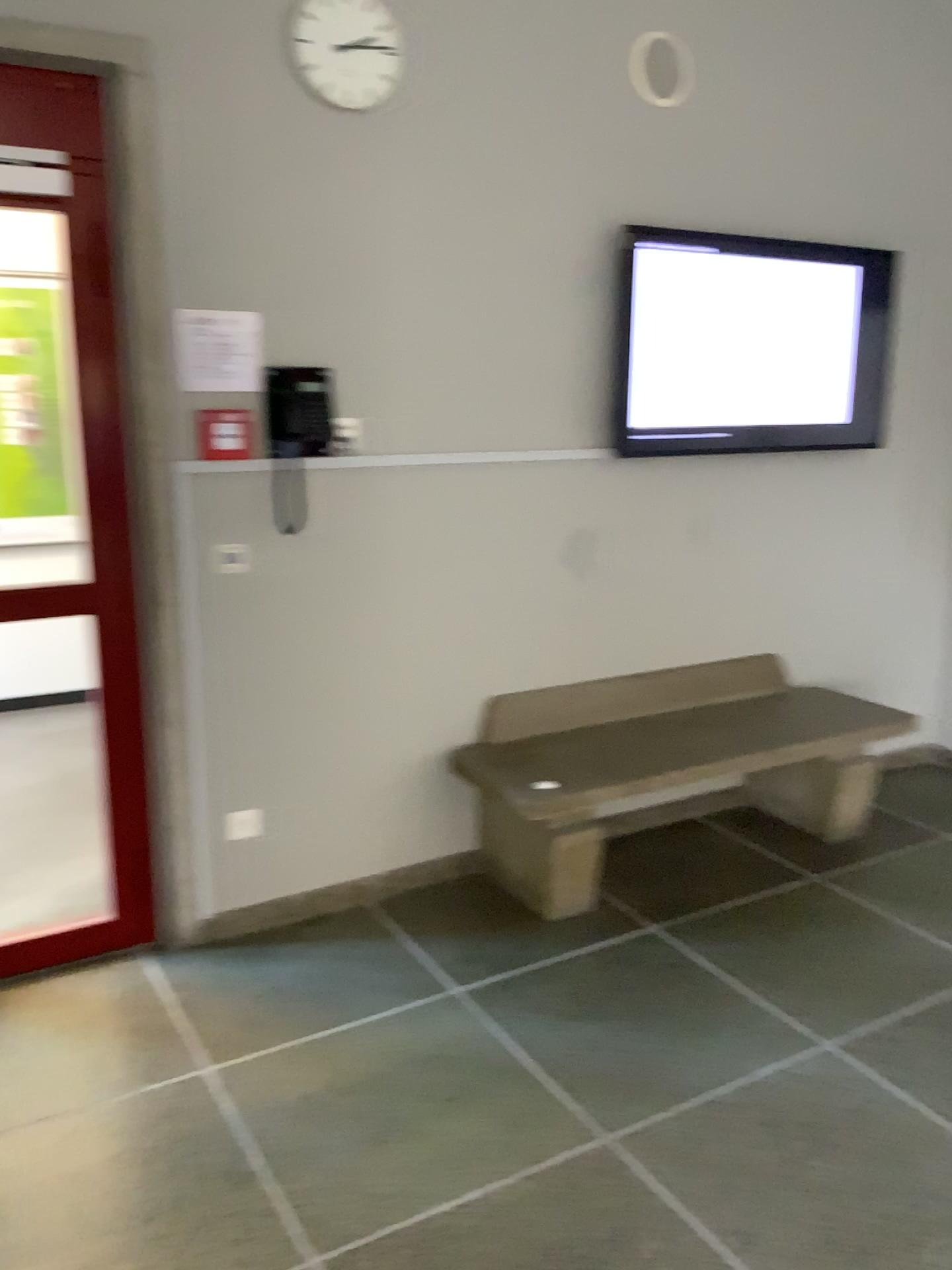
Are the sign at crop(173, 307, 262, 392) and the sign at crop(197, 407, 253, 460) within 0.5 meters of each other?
yes

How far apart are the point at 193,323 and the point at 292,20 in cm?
84

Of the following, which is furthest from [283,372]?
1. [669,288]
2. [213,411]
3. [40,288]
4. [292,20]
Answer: [669,288]

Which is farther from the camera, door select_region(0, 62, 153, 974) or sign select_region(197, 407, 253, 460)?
sign select_region(197, 407, 253, 460)

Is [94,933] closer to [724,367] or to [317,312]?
[317,312]

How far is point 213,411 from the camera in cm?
294

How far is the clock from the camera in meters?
2.8

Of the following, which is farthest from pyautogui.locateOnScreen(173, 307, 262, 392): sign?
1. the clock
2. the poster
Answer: the clock

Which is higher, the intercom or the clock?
the clock

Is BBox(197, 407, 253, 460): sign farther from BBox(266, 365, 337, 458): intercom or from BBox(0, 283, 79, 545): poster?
BBox(0, 283, 79, 545): poster
